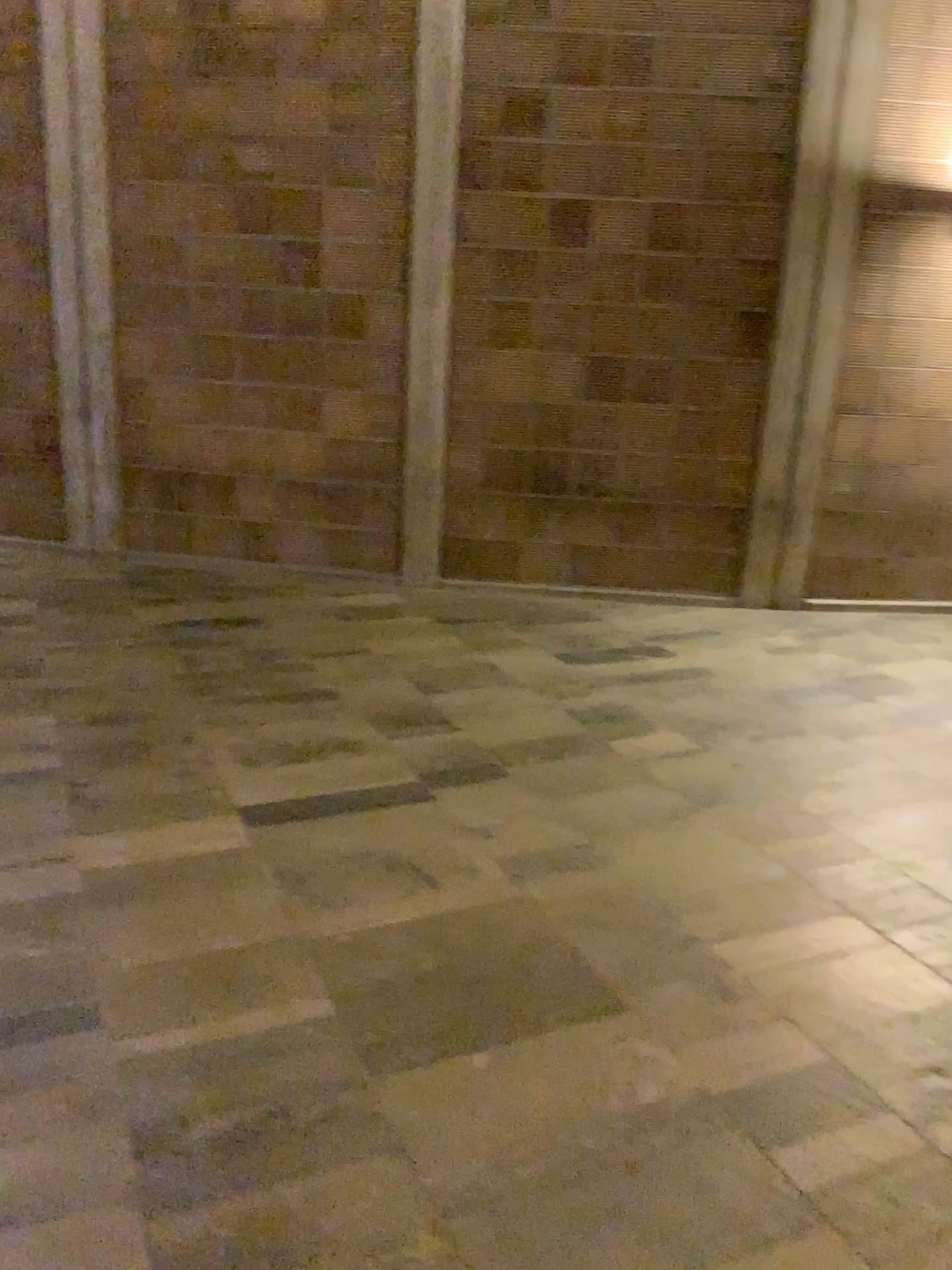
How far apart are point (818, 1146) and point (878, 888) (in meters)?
1.07
